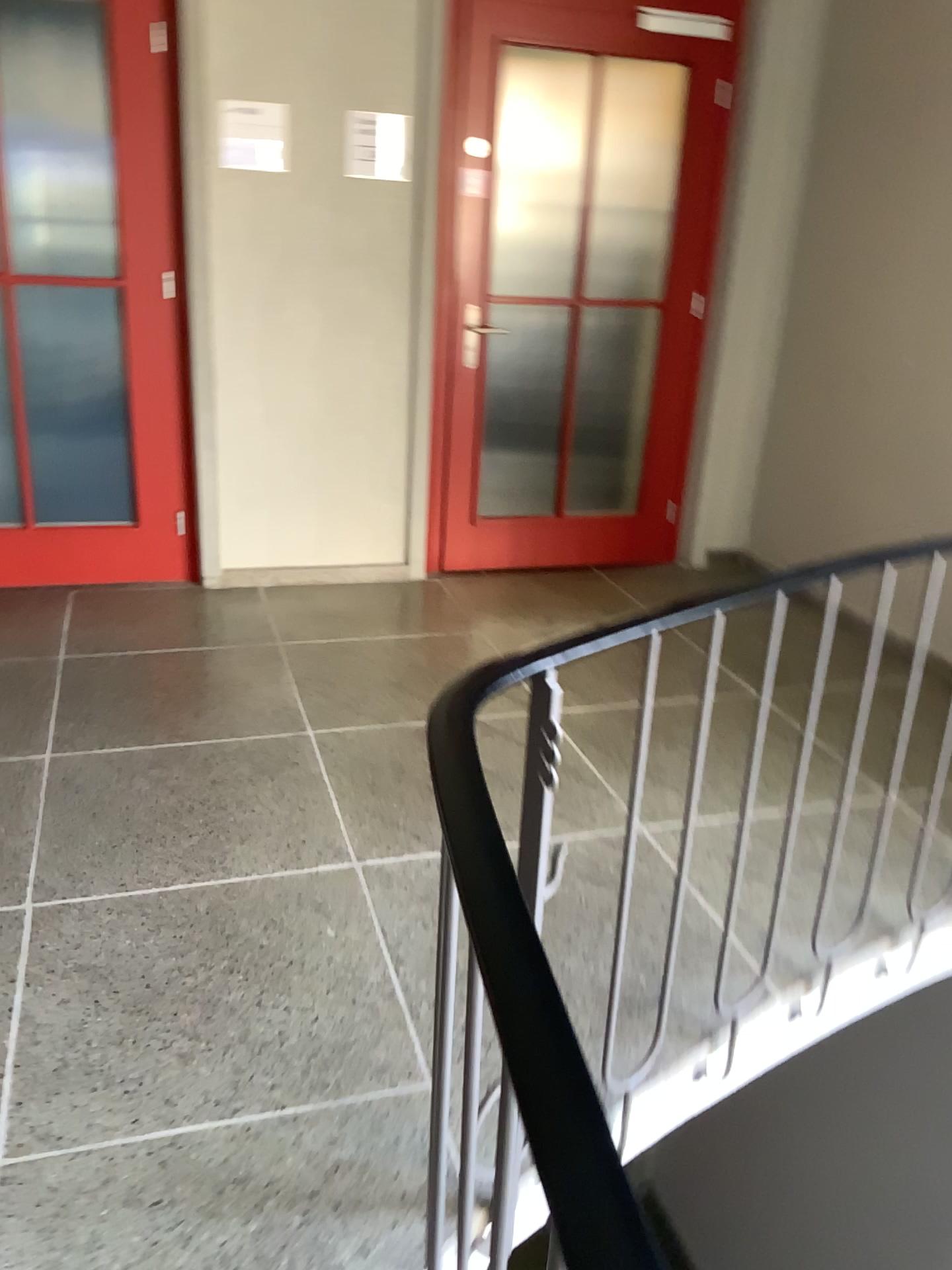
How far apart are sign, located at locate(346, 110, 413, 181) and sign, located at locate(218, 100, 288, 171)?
0.3 meters

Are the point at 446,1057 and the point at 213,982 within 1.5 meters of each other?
yes

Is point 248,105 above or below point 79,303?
above

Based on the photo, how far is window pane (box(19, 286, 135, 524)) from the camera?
3.7m

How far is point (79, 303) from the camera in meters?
3.7

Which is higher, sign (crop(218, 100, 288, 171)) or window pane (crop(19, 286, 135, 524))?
sign (crop(218, 100, 288, 171))

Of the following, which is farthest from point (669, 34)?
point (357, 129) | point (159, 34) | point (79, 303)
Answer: point (79, 303)

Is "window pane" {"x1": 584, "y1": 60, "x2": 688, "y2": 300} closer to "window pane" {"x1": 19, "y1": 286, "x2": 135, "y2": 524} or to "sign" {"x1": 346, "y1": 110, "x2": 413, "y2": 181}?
"sign" {"x1": 346, "y1": 110, "x2": 413, "y2": 181}

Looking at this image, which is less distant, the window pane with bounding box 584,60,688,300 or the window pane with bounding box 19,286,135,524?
the window pane with bounding box 19,286,135,524

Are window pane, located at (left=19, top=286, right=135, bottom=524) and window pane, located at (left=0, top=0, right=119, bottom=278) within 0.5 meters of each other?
yes
